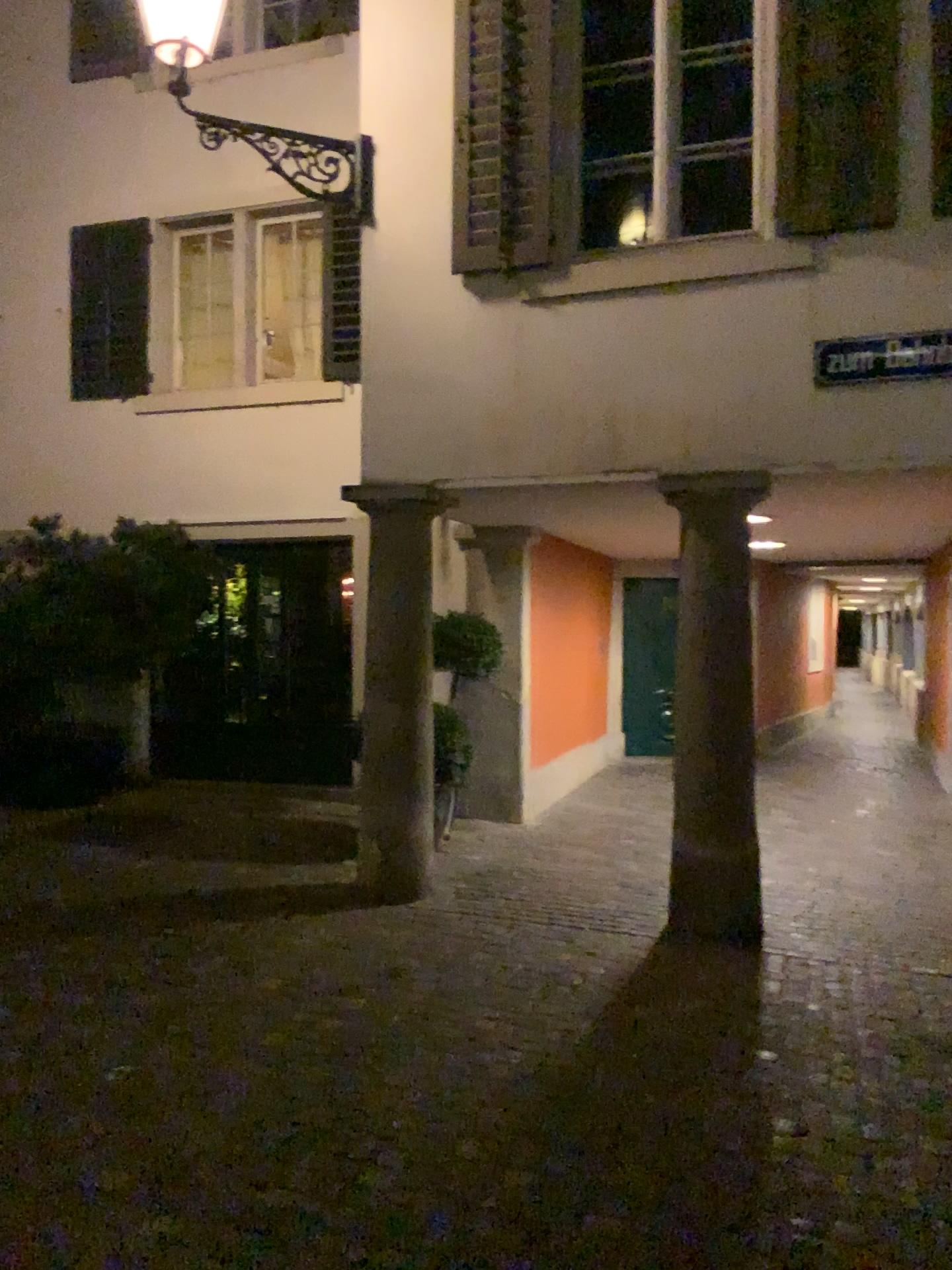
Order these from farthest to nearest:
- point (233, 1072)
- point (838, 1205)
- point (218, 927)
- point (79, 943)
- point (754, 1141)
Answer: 1. point (218, 927)
2. point (79, 943)
3. point (233, 1072)
4. point (754, 1141)
5. point (838, 1205)
